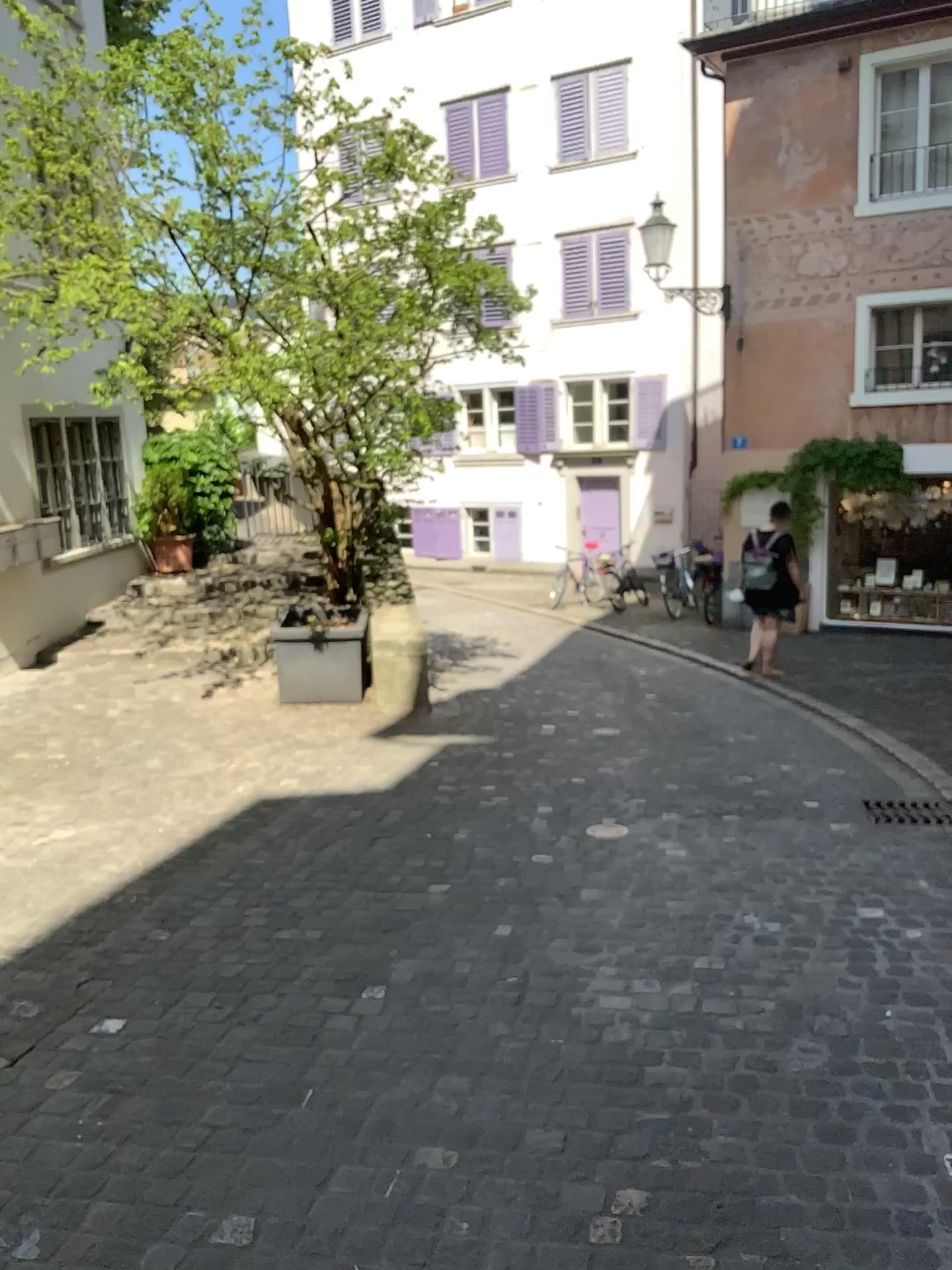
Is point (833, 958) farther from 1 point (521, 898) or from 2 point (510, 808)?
2 point (510, 808)
